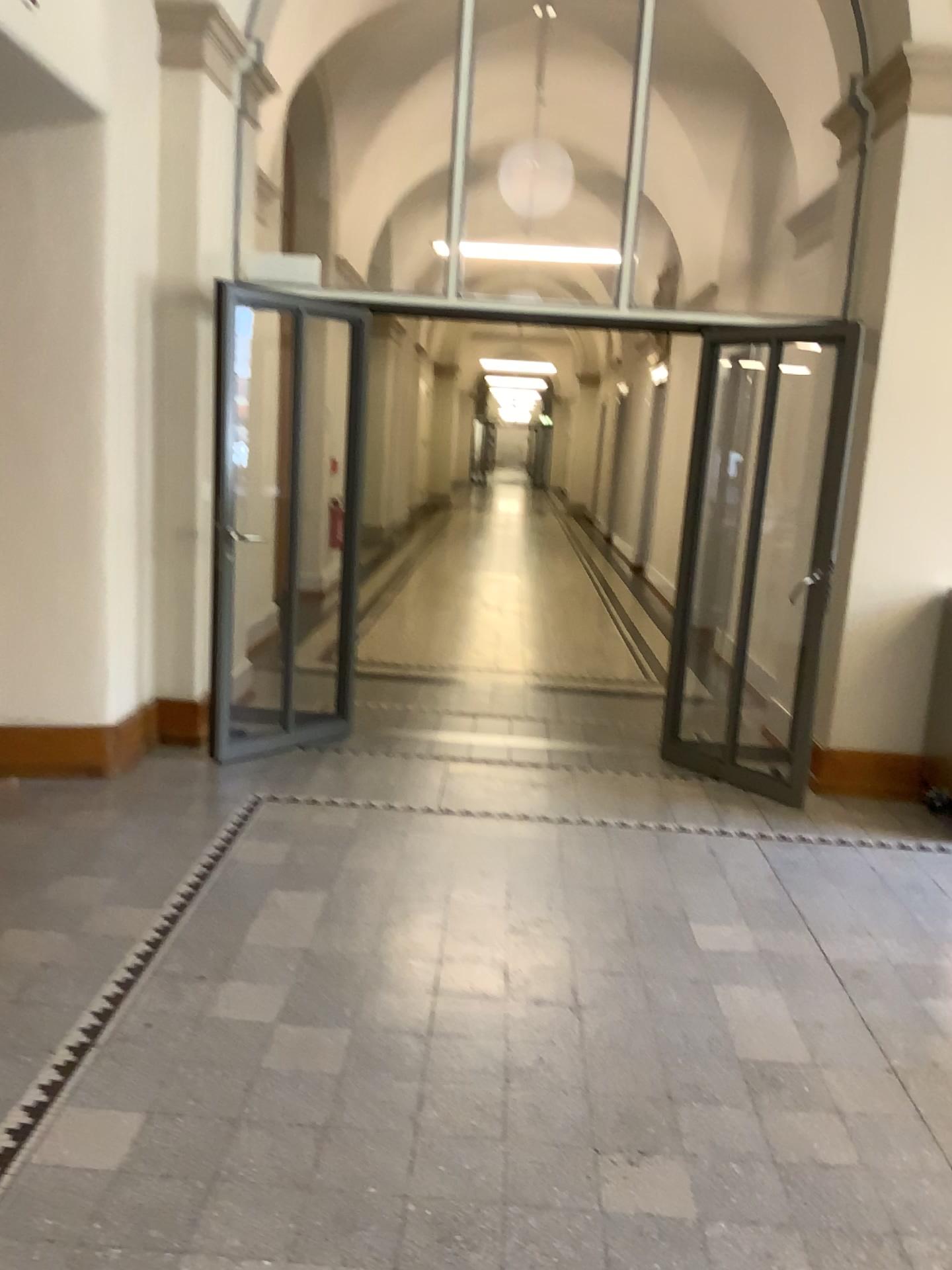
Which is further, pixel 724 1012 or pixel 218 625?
pixel 218 625
